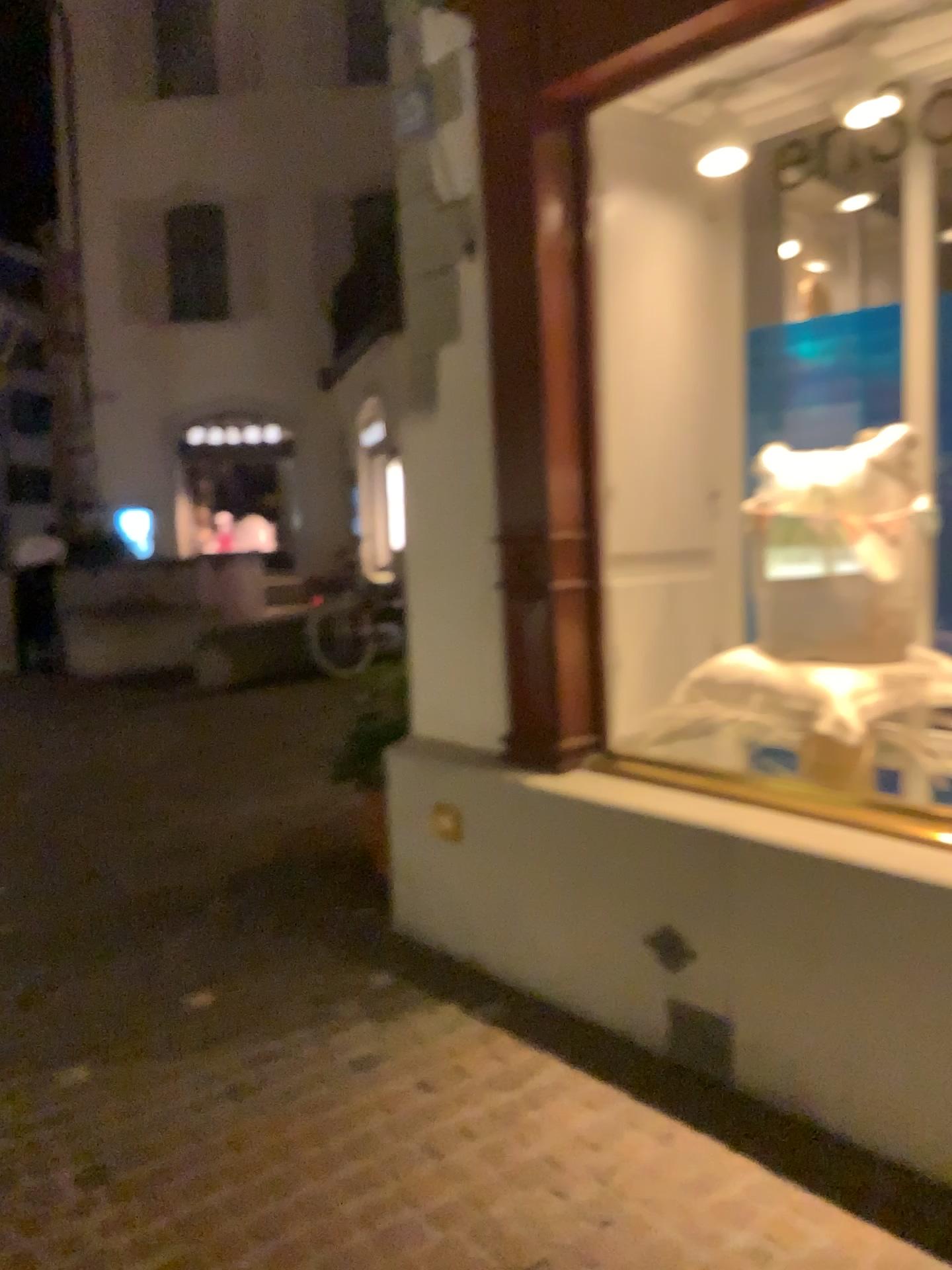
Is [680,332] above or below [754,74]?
below
